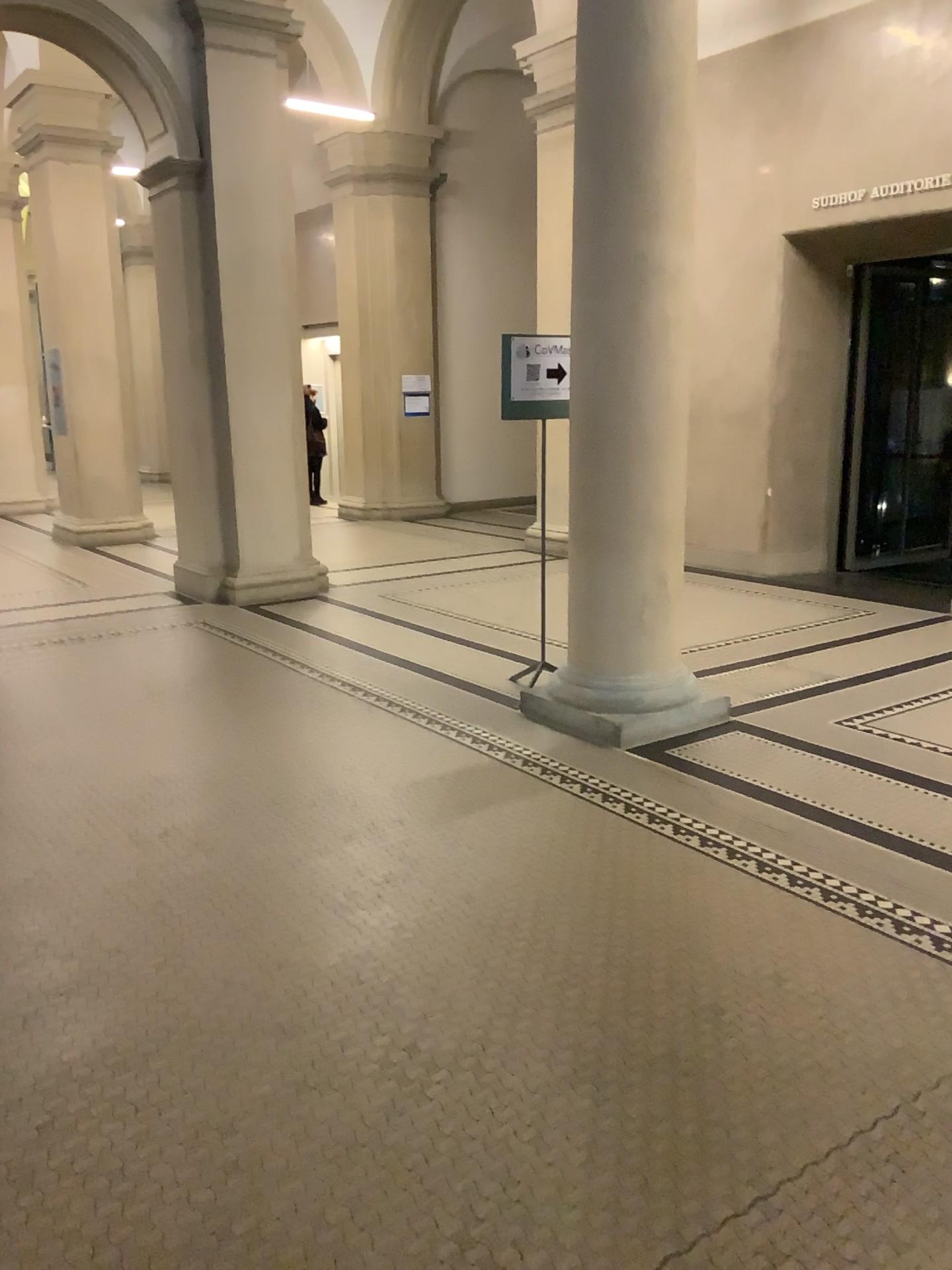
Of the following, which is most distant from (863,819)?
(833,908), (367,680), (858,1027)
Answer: (367,680)
